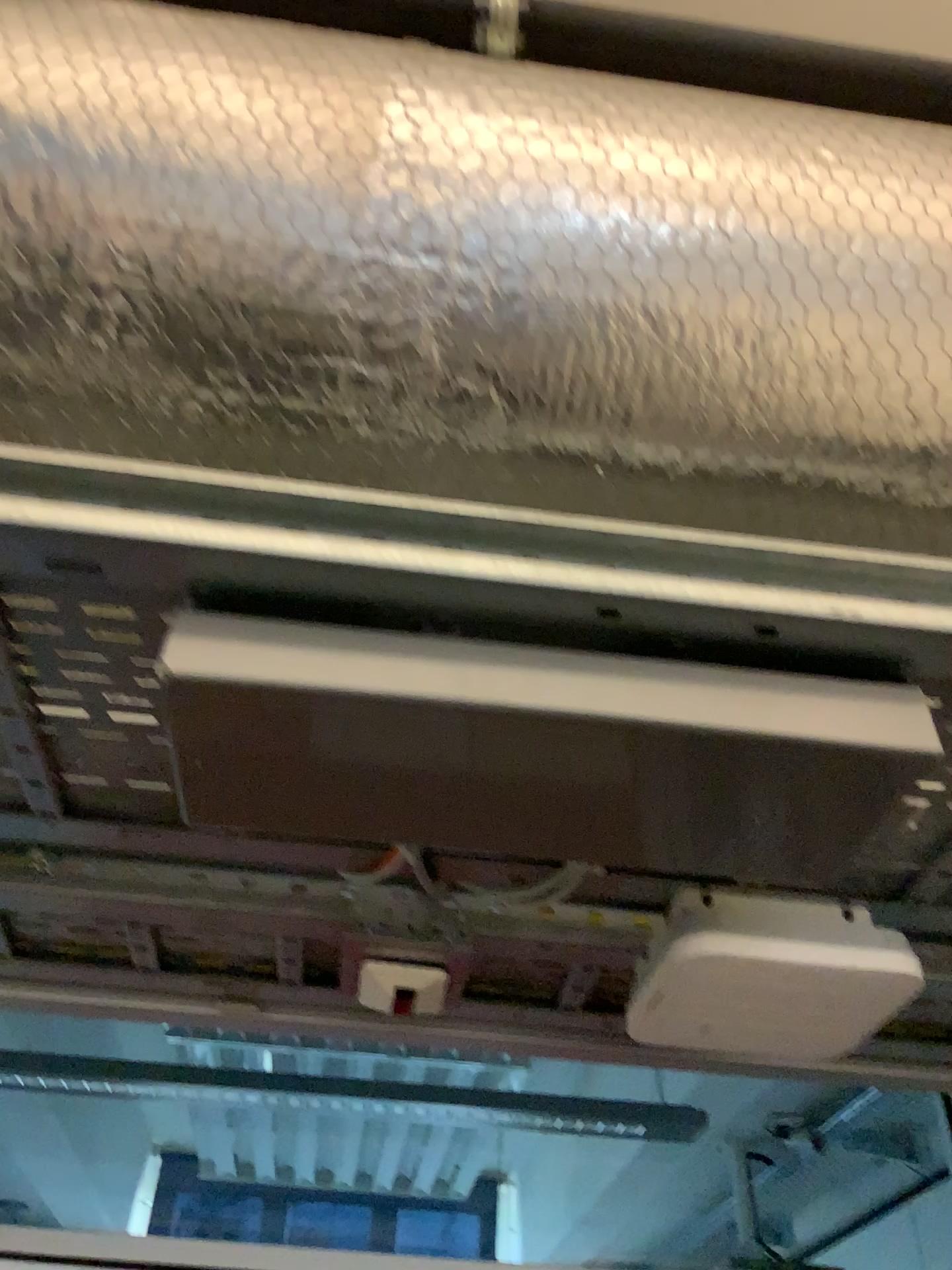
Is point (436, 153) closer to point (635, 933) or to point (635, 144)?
point (635, 144)

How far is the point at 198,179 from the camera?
0.7m

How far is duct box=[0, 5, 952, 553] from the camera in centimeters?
74cm
